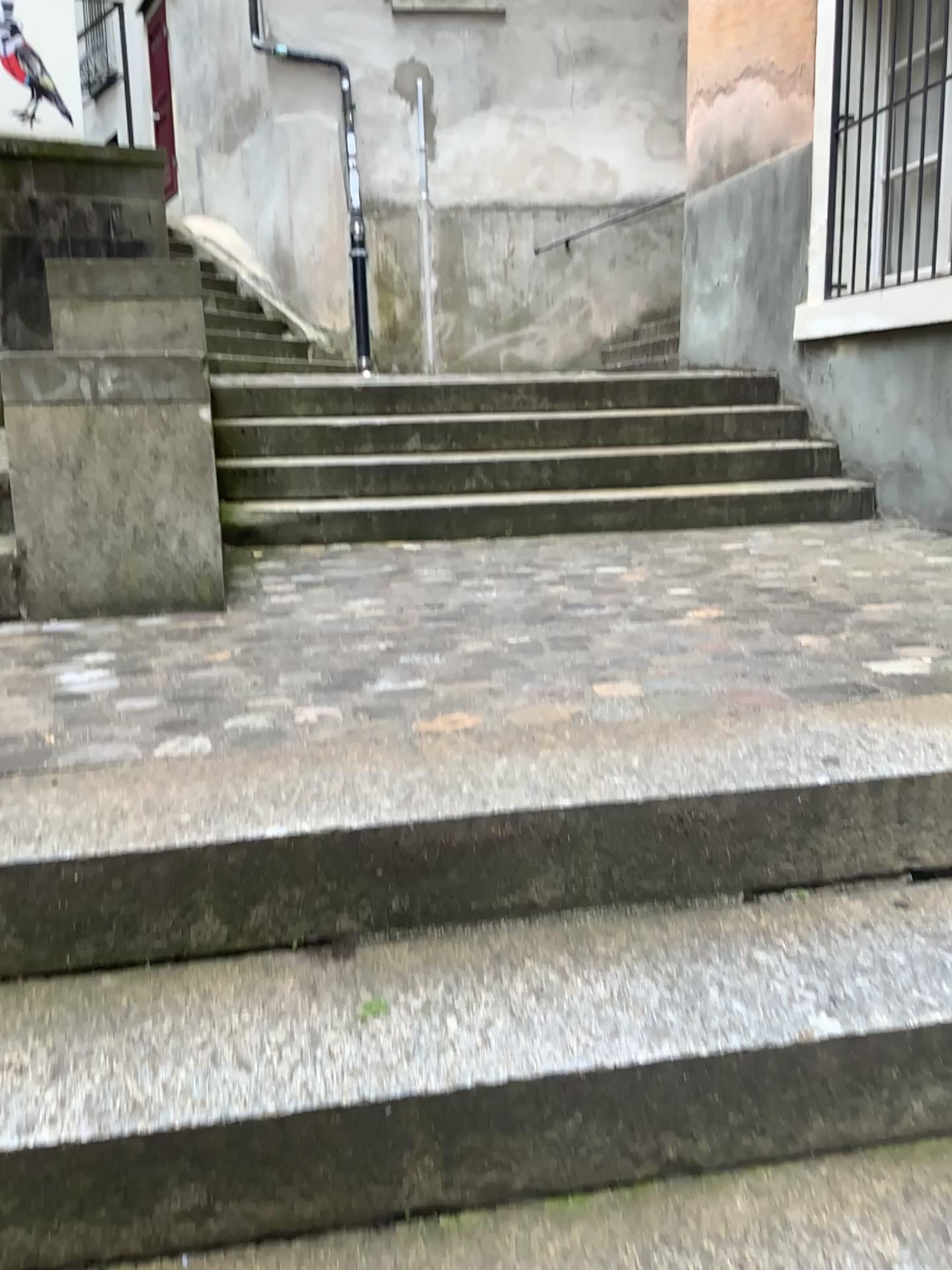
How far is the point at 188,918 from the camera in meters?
1.4 m

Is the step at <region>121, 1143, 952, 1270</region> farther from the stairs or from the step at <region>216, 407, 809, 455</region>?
the step at <region>216, 407, 809, 455</region>

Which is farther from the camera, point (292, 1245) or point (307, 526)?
point (307, 526)

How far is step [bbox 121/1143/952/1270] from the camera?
1.1 meters

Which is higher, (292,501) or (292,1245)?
(292,501)

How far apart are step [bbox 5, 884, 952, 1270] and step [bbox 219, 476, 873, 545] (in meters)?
2.79

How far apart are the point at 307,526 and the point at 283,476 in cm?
39

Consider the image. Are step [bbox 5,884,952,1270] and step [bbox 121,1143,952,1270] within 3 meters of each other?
yes

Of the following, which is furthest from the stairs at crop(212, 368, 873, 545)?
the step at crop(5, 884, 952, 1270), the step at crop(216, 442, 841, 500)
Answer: the step at crop(5, 884, 952, 1270)

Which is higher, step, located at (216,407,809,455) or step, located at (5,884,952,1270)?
step, located at (216,407,809,455)
